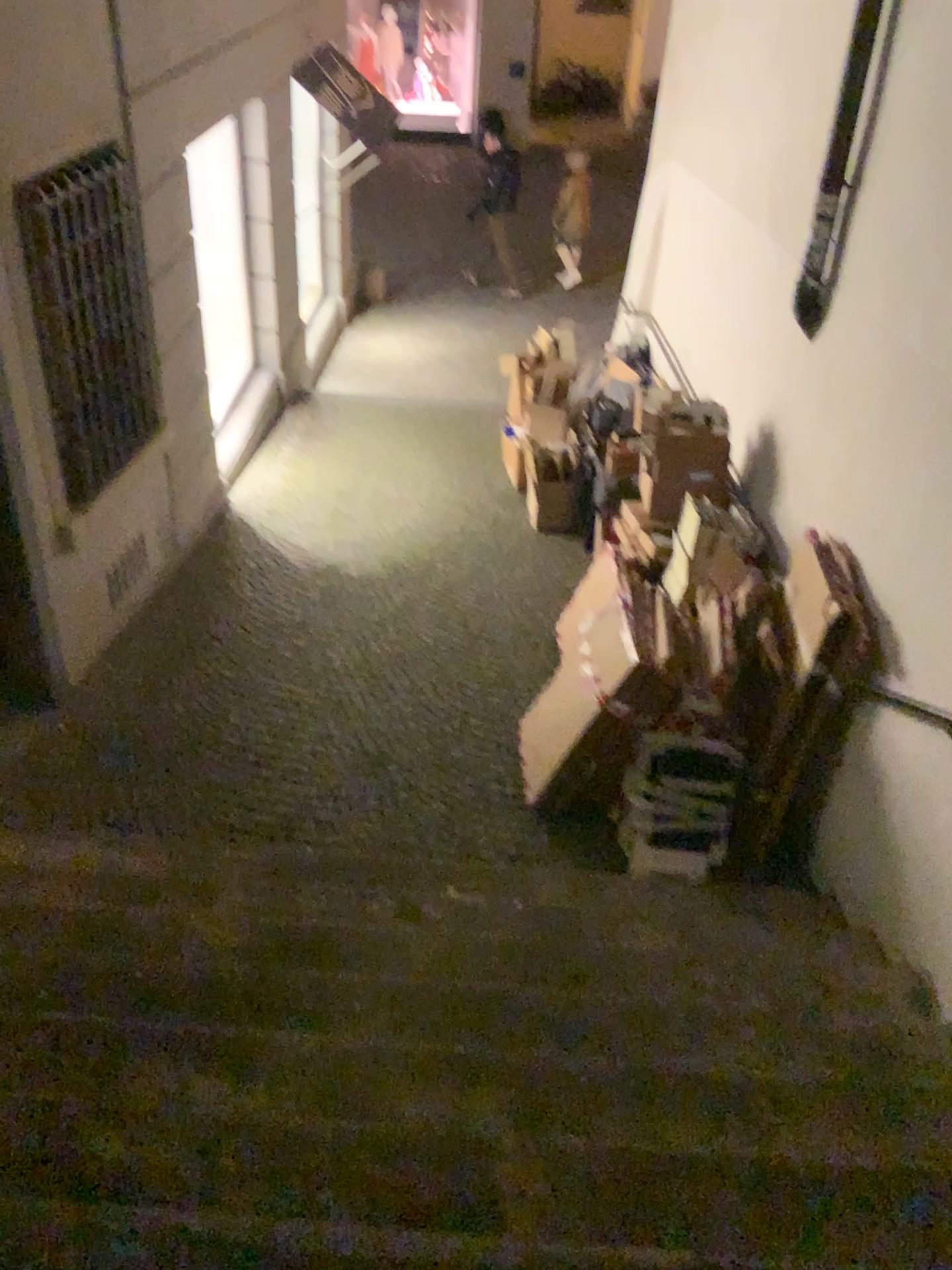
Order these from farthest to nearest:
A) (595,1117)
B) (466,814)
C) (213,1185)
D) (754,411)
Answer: (754,411), (466,814), (595,1117), (213,1185)
